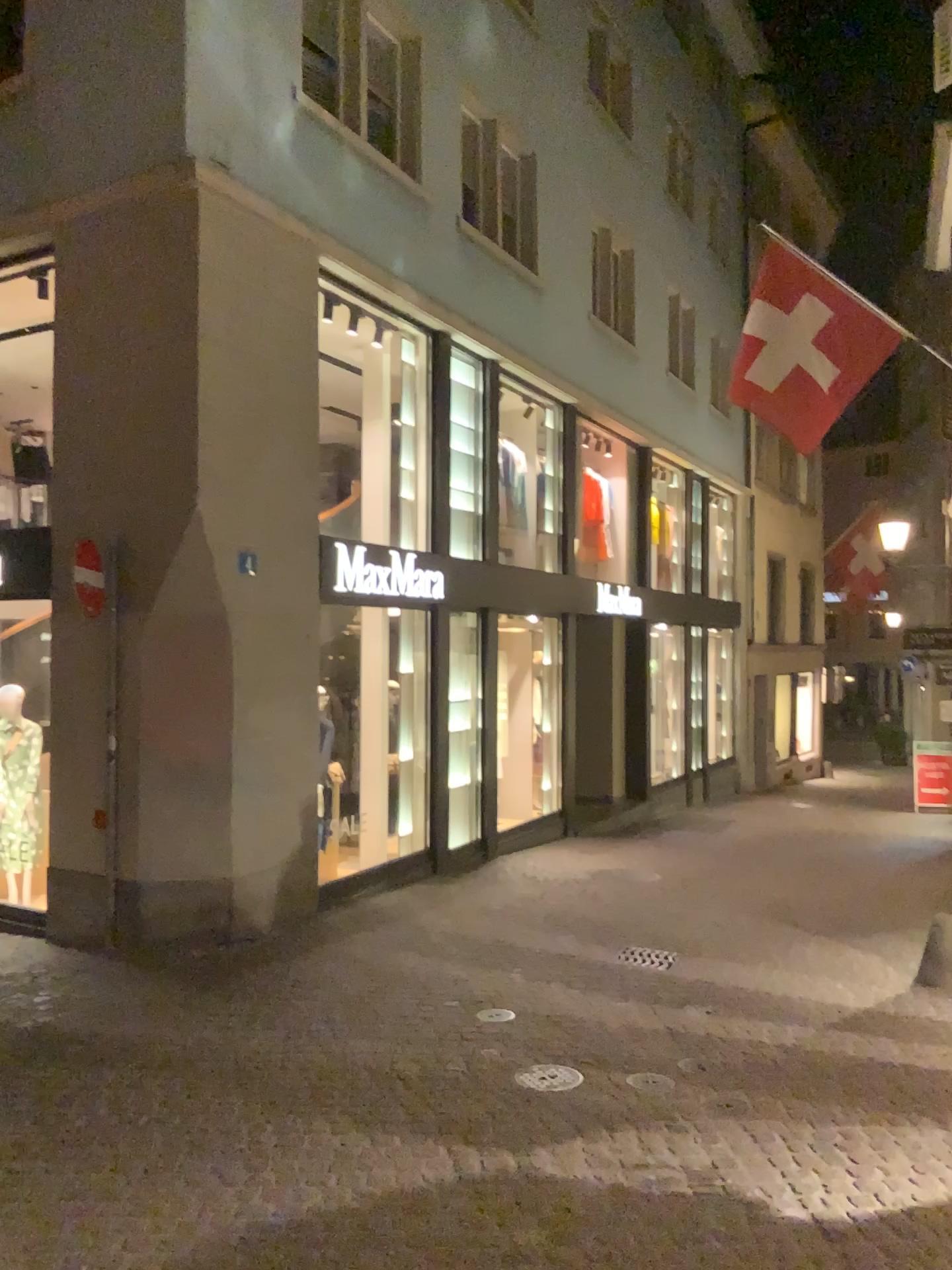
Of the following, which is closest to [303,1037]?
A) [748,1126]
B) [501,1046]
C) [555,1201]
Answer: [501,1046]
